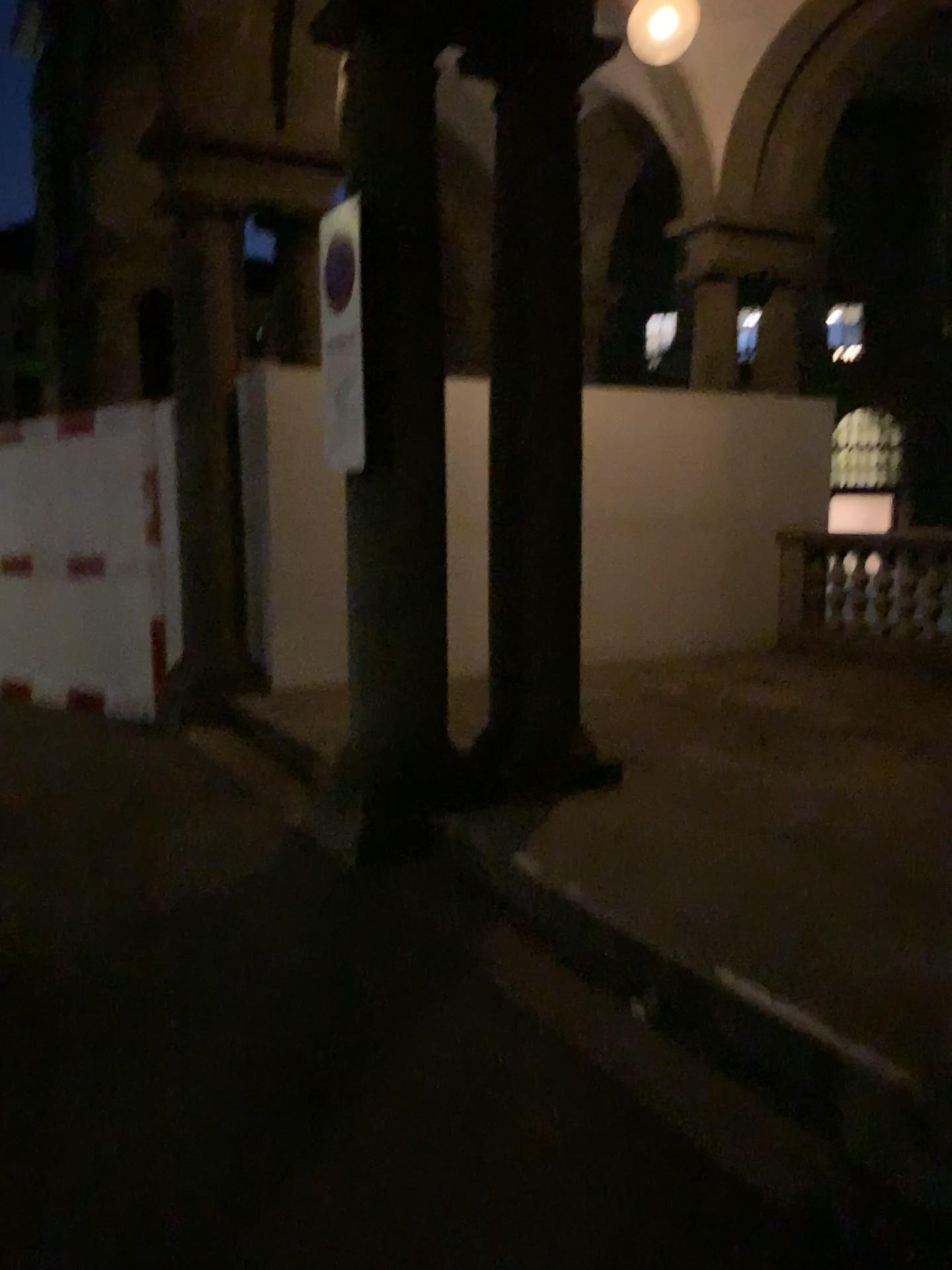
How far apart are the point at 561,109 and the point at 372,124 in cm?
84

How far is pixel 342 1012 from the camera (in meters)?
3.01

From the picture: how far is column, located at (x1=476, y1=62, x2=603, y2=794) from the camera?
4.36m

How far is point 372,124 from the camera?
4.0 meters

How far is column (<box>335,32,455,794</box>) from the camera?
4.03m

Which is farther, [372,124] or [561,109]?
[561,109]

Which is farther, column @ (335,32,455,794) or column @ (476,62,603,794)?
column @ (476,62,603,794)
